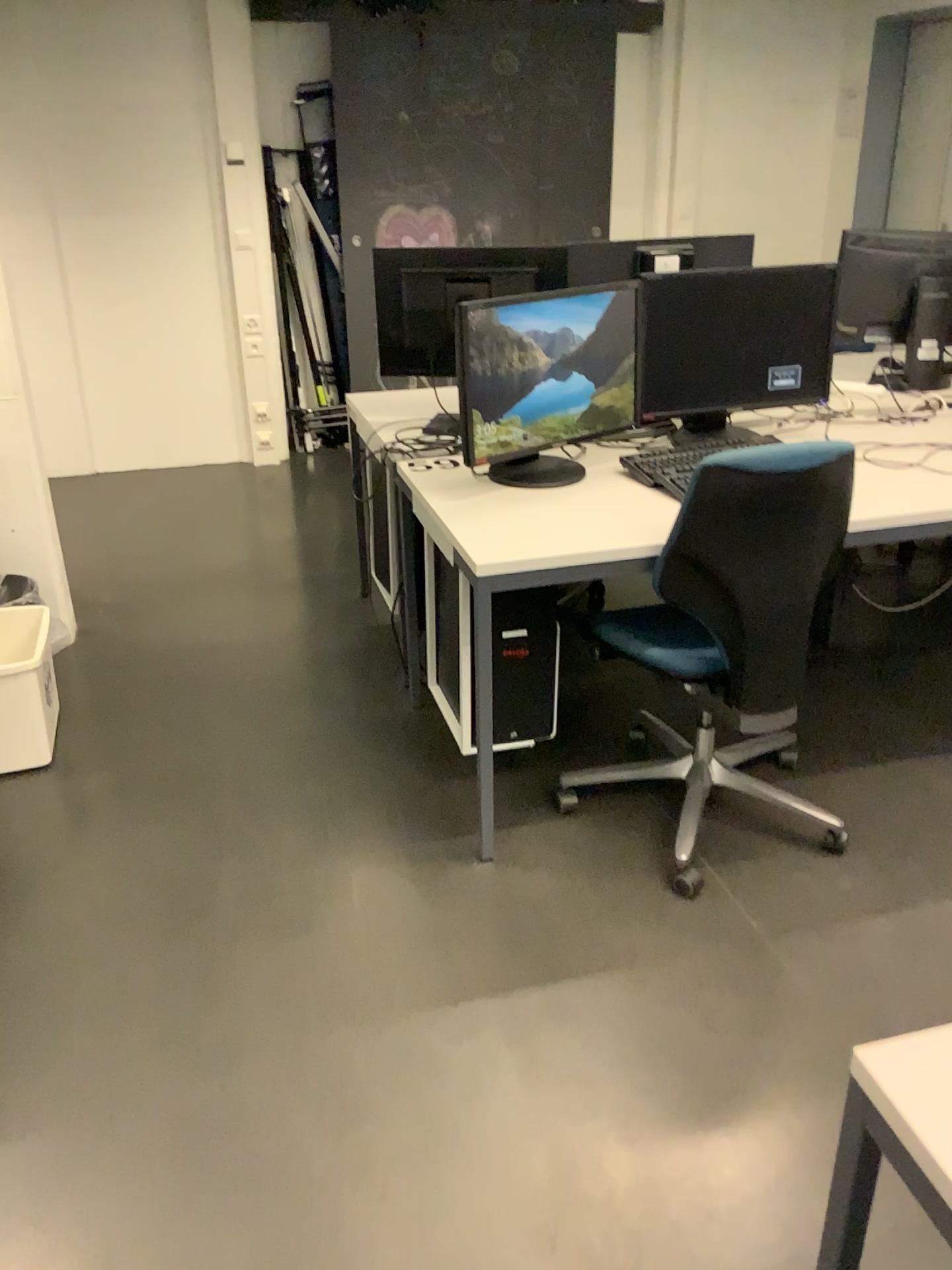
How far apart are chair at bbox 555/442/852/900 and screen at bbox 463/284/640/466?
0.4m

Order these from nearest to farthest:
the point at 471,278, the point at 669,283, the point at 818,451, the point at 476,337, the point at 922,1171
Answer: the point at 922,1171 < the point at 818,451 < the point at 476,337 < the point at 669,283 < the point at 471,278

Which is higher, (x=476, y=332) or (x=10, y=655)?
(x=476, y=332)

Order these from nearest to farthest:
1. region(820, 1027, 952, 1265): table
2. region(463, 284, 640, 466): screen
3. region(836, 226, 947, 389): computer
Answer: region(820, 1027, 952, 1265): table
region(463, 284, 640, 466): screen
region(836, 226, 947, 389): computer

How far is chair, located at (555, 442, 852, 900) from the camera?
2.04m

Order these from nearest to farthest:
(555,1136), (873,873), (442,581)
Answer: (555,1136), (873,873), (442,581)

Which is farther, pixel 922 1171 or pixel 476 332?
pixel 476 332

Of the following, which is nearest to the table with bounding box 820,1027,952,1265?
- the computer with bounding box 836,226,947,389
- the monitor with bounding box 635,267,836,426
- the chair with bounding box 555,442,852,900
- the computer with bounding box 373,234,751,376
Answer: the chair with bounding box 555,442,852,900

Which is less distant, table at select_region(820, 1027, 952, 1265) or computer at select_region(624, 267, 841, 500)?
table at select_region(820, 1027, 952, 1265)

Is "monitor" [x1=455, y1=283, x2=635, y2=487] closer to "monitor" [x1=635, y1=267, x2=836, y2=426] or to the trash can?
"monitor" [x1=635, y1=267, x2=836, y2=426]
